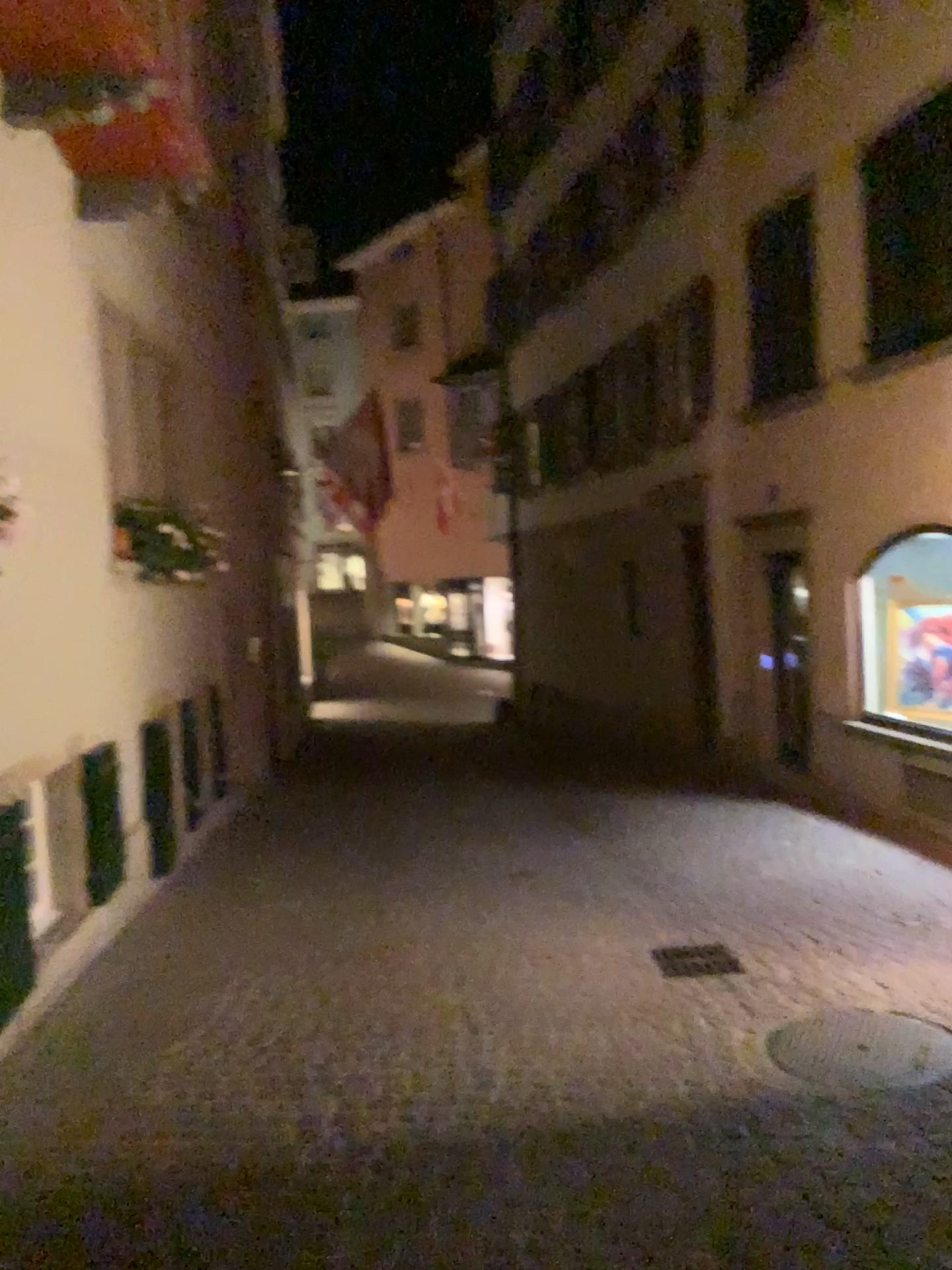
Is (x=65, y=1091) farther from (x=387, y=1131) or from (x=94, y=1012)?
(x=387, y=1131)
